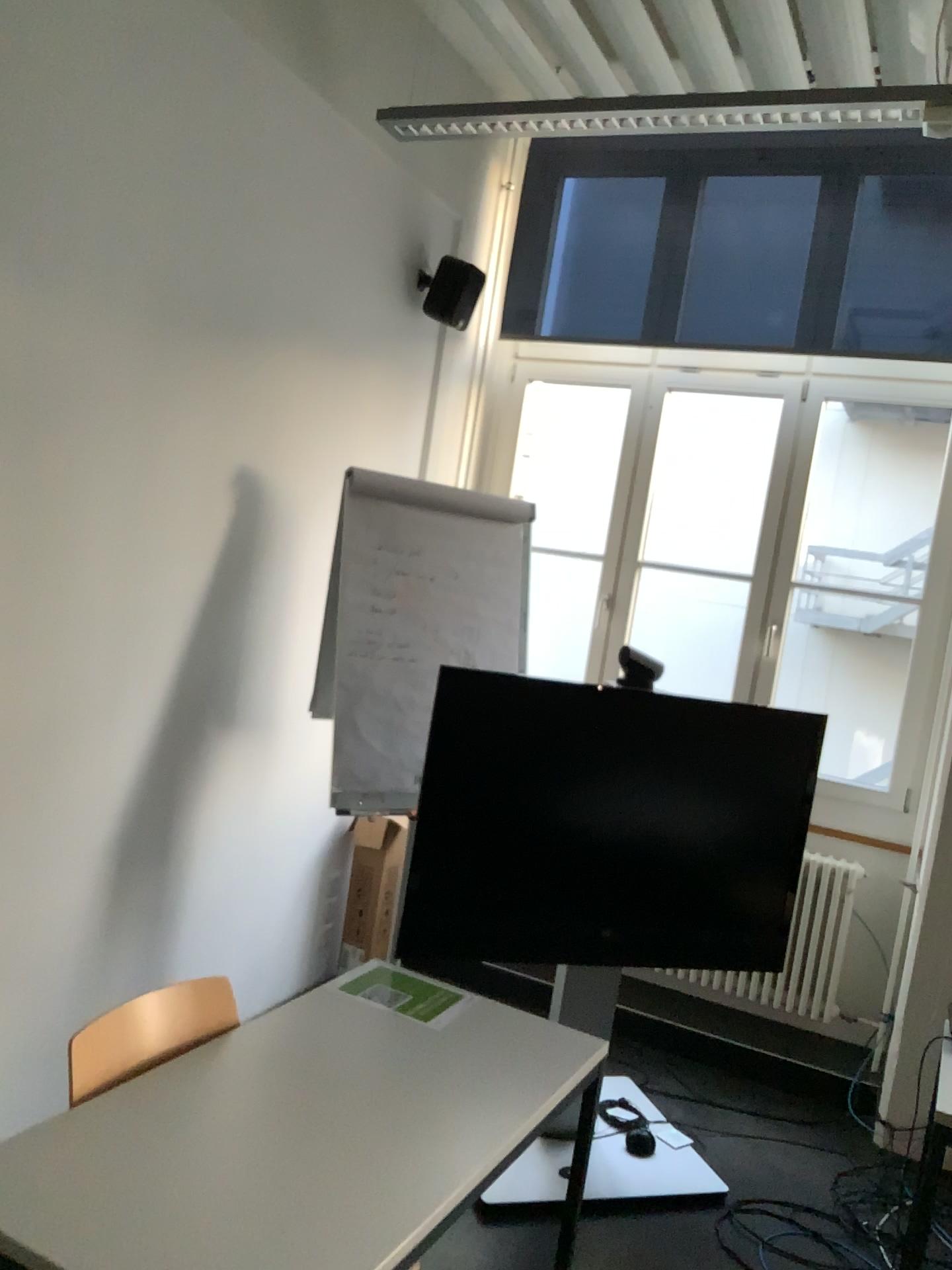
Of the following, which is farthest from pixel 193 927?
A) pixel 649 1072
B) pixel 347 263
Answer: pixel 347 263

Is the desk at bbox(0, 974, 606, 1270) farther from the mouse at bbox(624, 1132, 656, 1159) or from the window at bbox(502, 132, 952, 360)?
the window at bbox(502, 132, 952, 360)

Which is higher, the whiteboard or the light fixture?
the light fixture

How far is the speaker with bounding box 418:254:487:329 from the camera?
4.1 meters

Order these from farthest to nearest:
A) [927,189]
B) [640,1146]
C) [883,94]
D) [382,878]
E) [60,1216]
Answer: [382,878] < [927,189] < [640,1146] < [883,94] < [60,1216]

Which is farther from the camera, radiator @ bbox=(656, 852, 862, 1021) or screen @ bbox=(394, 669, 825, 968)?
radiator @ bbox=(656, 852, 862, 1021)

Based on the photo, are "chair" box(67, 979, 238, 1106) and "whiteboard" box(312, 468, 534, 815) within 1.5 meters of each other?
yes

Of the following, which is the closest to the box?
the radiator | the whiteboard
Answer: the whiteboard

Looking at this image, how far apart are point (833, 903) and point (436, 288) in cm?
277

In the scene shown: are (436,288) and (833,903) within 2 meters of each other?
no
